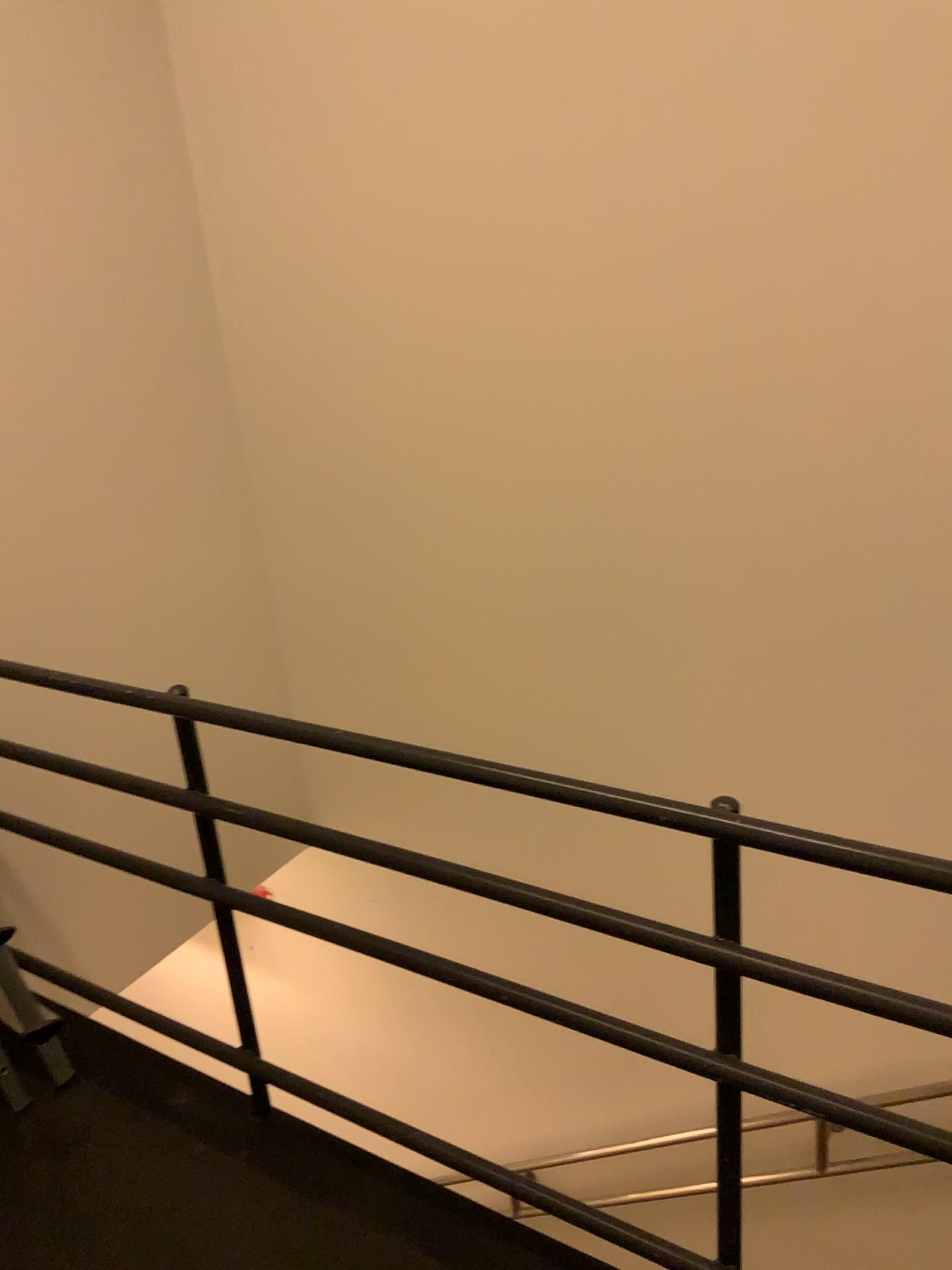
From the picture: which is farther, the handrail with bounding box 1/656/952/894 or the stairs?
the stairs

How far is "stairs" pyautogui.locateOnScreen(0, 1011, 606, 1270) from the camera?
1.7 meters

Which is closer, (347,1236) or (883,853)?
(883,853)

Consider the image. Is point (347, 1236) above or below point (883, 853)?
below

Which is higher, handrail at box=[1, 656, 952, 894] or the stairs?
handrail at box=[1, 656, 952, 894]

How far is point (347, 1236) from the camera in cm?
175

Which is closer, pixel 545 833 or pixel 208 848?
pixel 208 848
